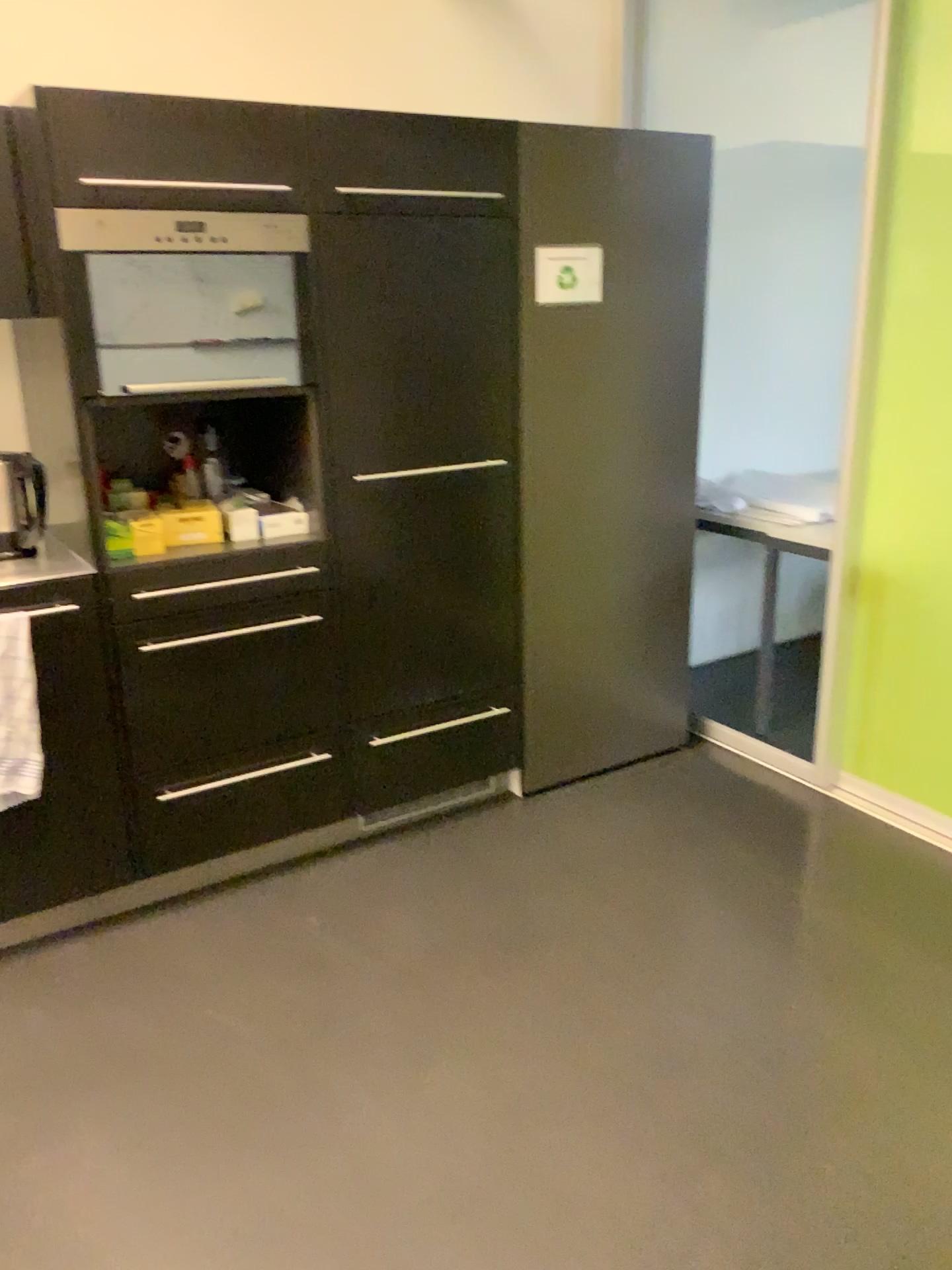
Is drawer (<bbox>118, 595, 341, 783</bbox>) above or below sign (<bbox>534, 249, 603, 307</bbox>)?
below

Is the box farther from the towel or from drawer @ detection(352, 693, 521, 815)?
drawer @ detection(352, 693, 521, 815)

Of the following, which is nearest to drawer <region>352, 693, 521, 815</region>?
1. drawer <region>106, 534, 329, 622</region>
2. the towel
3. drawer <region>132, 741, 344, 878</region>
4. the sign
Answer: drawer <region>132, 741, 344, 878</region>

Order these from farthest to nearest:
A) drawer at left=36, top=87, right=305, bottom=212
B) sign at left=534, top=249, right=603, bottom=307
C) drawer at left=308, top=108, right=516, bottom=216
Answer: sign at left=534, top=249, right=603, bottom=307, drawer at left=308, top=108, right=516, bottom=216, drawer at left=36, top=87, right=305, bottom=212

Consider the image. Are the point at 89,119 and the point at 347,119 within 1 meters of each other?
yes

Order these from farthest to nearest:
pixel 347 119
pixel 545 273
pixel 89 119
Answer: pixel 545 273 < pixel 347 119 < pixel 89 119

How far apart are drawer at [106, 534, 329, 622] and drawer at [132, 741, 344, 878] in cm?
42

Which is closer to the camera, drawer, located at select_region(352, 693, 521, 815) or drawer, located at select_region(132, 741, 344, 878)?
drawer, located at select_region(132, 741, 344, 878)

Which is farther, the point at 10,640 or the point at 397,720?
the point at 397,720

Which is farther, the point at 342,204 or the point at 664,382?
the point at 664,382
